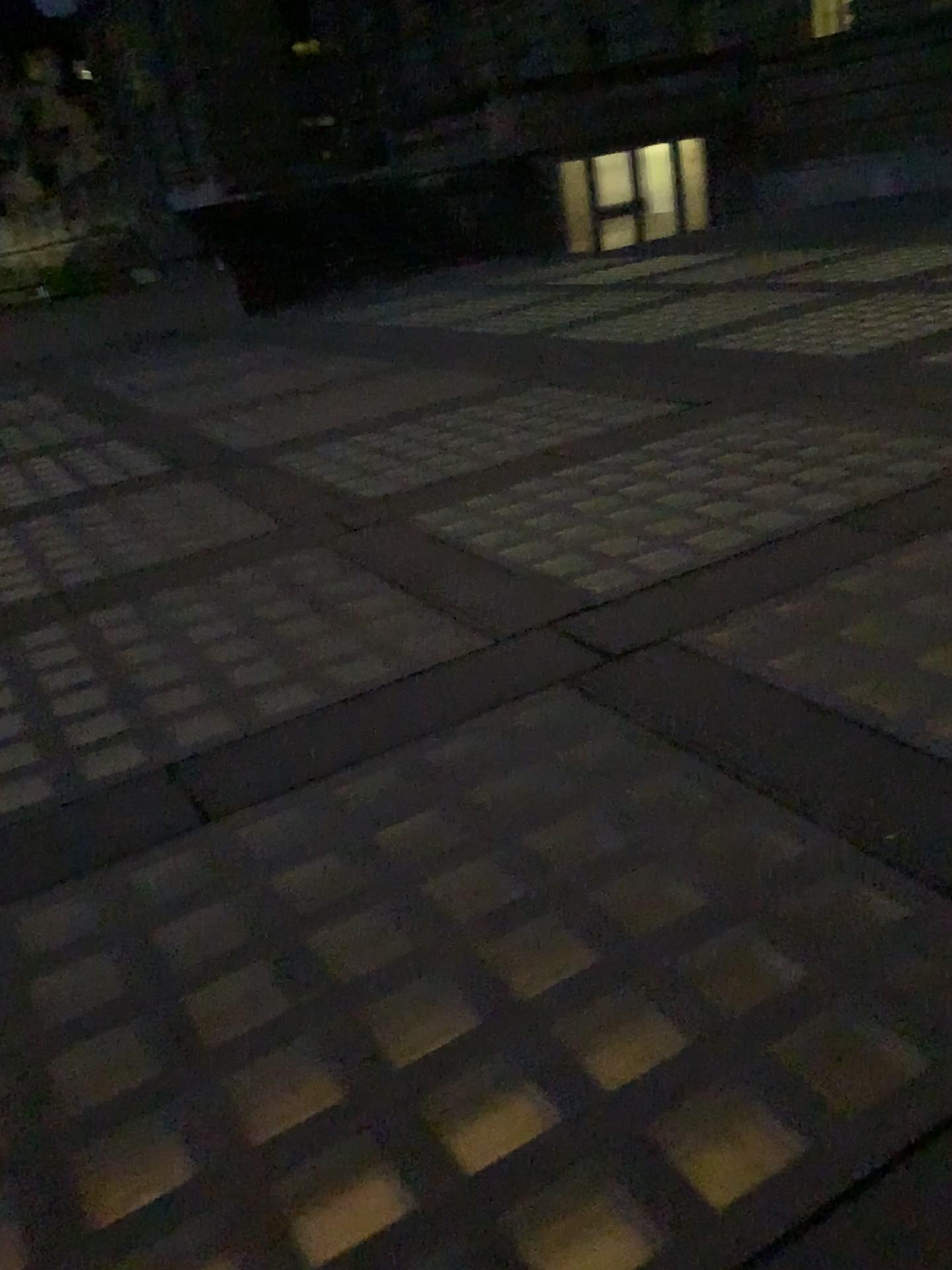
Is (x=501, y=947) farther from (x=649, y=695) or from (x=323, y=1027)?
(x=649, y=695)
